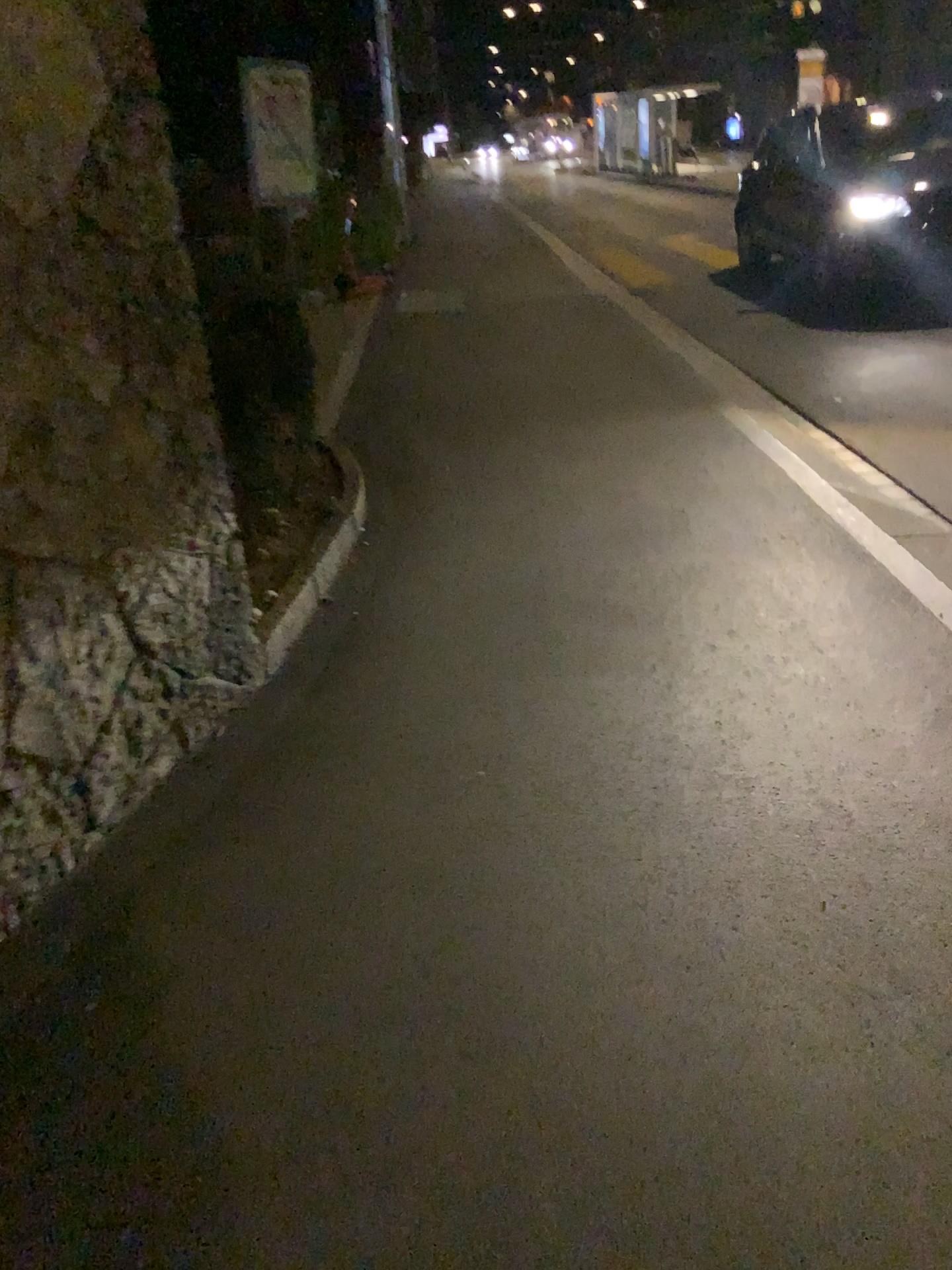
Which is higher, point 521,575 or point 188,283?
point 188,283
